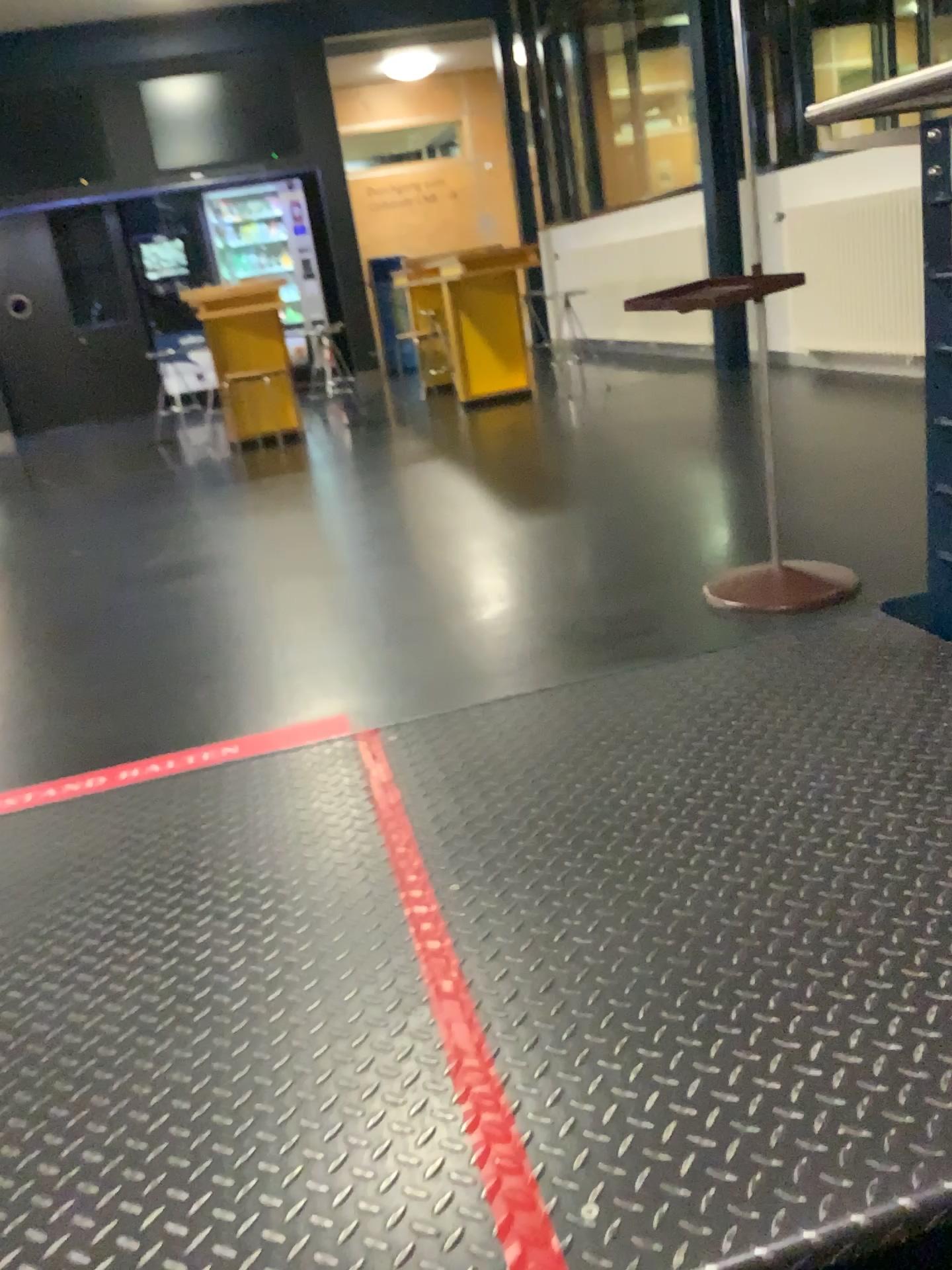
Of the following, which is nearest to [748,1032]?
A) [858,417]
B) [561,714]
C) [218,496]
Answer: [561,714]
